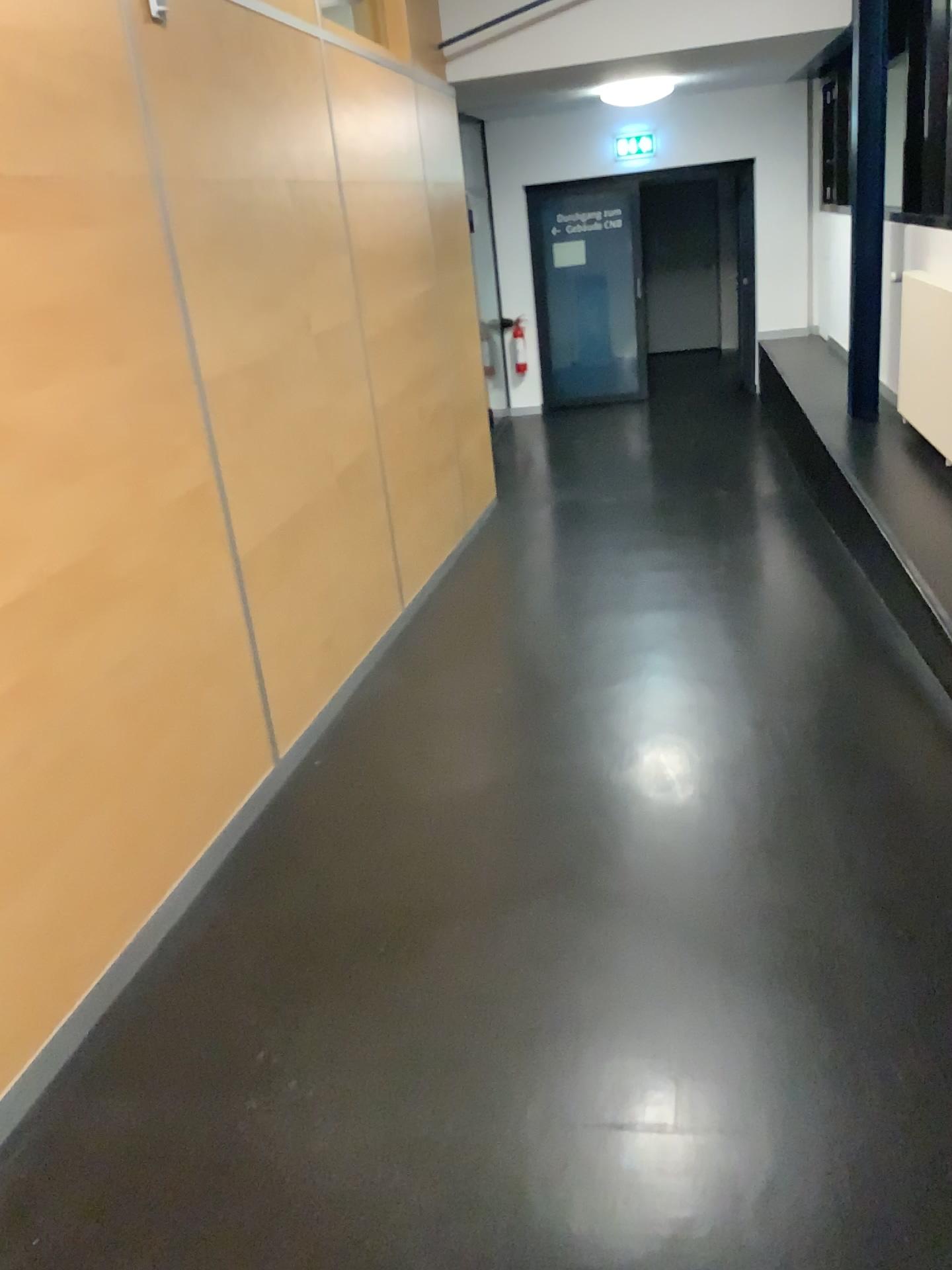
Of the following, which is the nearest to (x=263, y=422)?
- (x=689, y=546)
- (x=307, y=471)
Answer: (x=307, y=471)
